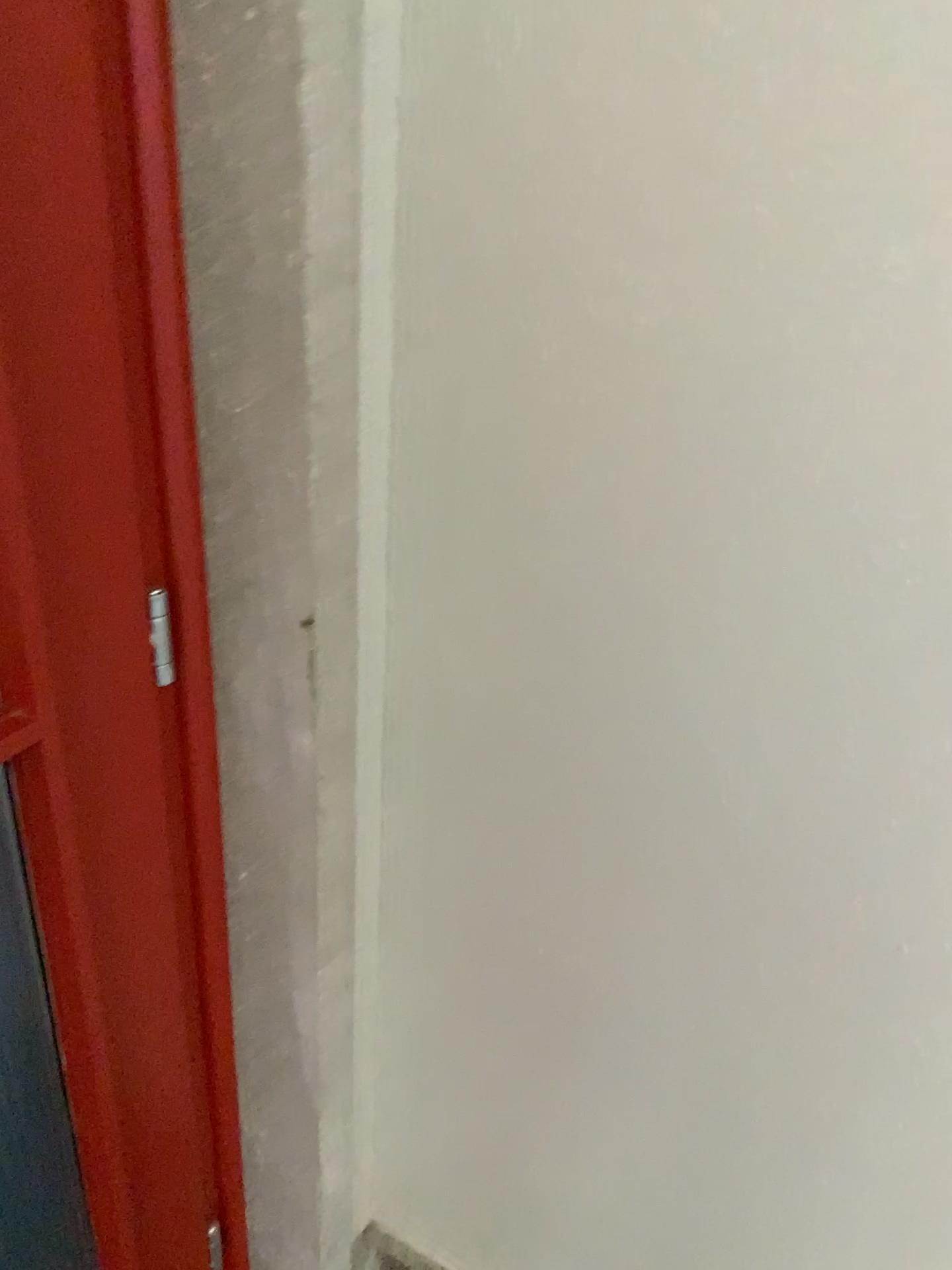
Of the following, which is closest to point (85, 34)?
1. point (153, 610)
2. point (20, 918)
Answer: point (153, 610)

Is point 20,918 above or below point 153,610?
below

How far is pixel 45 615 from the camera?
0.8 meters

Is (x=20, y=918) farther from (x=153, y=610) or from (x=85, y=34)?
(x=85, y=34)
